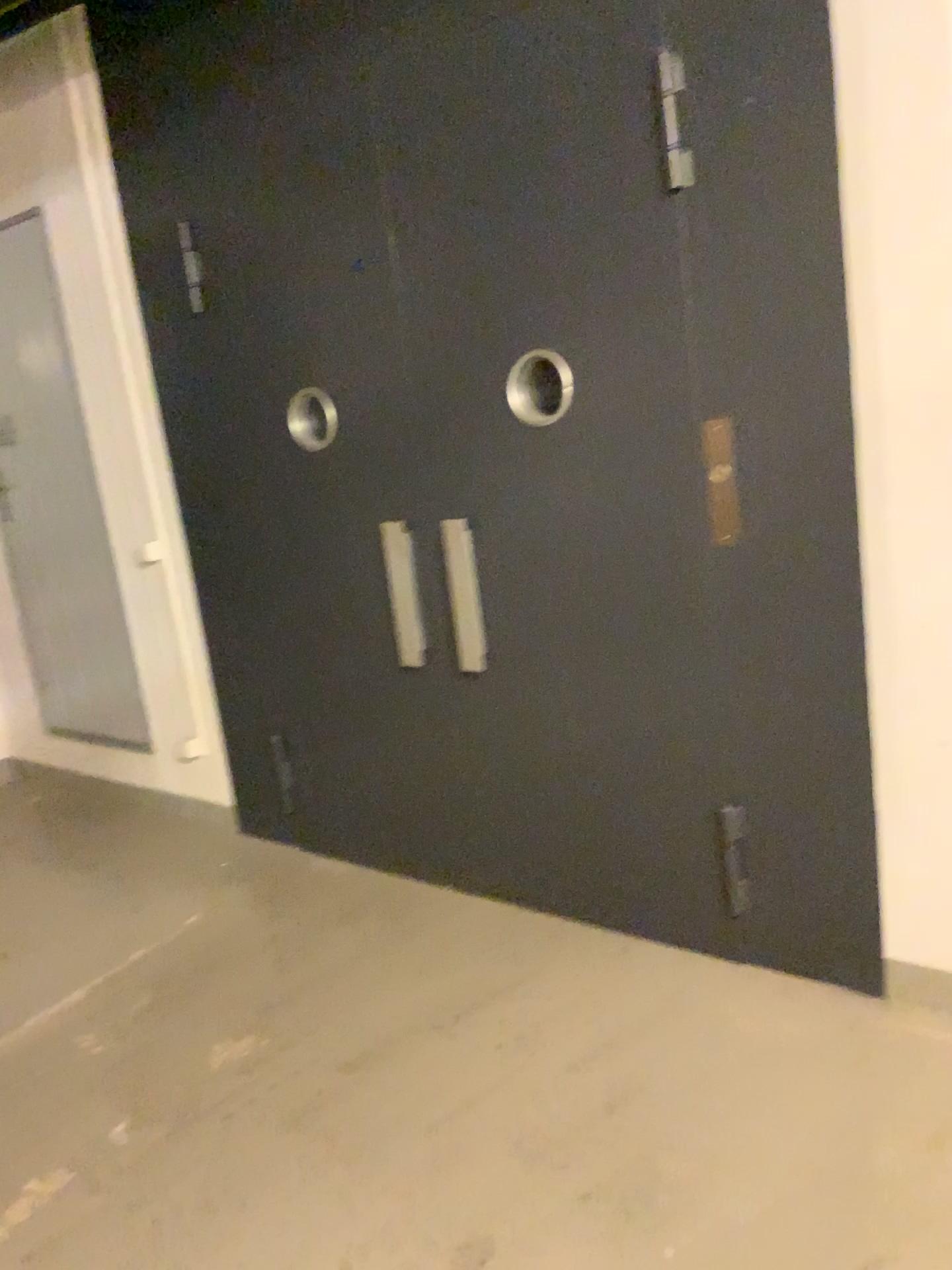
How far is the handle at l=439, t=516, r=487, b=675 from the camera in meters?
3.1

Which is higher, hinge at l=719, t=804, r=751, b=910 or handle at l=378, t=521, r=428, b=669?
handle at l=378, t=521, r=428, b=669

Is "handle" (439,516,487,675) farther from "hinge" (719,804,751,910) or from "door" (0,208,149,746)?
"door" (0,208,149,746)

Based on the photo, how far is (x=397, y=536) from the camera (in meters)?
3.26

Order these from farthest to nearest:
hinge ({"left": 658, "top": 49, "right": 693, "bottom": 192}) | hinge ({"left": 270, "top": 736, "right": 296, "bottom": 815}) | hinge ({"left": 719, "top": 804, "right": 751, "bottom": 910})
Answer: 1. hinge ({"left": 270, "top": 736, "right": 296, "bottom": 815})
2. hinge ({"left": 719, "top": 804, "right": 751, "bottom": 910})
3. hinge ({"left": 658, "top": 49, "right": 693, "bottom": 192})

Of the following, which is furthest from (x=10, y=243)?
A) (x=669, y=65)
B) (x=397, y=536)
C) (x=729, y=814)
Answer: (x=729, y=814)

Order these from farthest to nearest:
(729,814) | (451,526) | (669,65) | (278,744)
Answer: (278,744) → (451,526) → (729,814) → (669,65)

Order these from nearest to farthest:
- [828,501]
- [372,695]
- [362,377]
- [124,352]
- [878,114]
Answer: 1. [878,114]
2. [828,501]
3. [362,377]
4. [372,695]
5. [124,352]

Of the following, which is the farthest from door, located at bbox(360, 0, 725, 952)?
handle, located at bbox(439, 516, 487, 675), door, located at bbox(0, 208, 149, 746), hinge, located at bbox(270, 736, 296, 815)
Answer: door, located at bbox(0, 208, 149, 746)

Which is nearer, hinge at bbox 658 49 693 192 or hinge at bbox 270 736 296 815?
hinge at bbox 658 49 693 192
